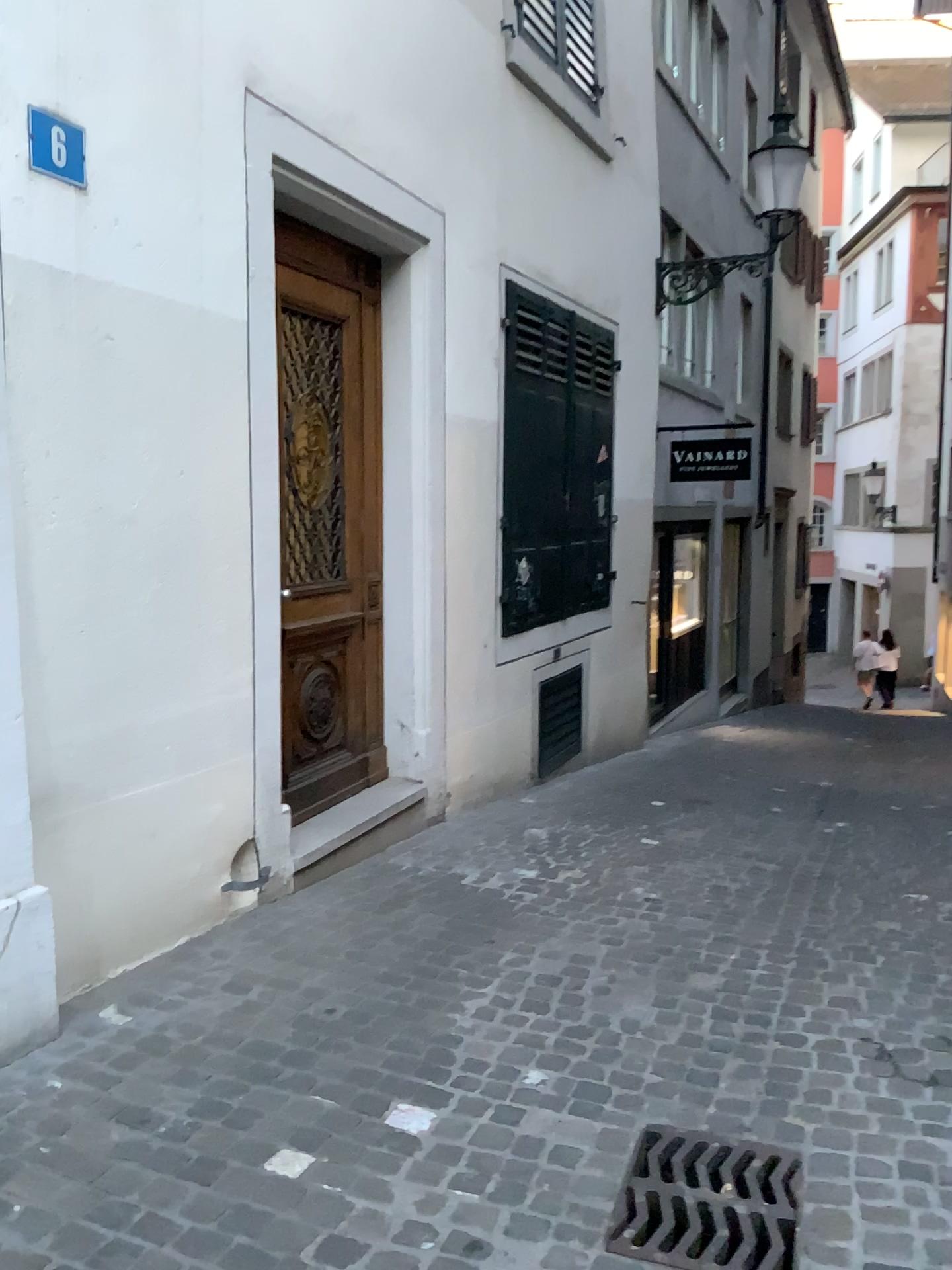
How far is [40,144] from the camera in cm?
272

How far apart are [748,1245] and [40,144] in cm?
309

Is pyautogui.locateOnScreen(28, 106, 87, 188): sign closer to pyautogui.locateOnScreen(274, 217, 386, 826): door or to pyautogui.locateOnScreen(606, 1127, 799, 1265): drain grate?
pyautogui.locateOnScreen(274, 217, 386, 826): door

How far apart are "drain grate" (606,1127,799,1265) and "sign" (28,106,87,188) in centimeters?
285cm

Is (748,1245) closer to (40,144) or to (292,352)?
(40,144)

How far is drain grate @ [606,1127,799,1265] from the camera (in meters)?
2.23

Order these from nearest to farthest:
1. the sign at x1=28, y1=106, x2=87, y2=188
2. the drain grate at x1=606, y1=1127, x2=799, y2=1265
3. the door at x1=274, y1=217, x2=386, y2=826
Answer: the drain grate at x1=606, y1=1127, x2=799, y2=1265
the sign at x1=28, y1=106, x2=87, y2=188
the door at x1=274, y1=217, x2=386, y2=826

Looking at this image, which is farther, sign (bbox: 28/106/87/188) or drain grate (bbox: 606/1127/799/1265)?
sign (bbox: 28/106/87/188)

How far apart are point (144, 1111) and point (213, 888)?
1.2m

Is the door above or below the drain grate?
above
